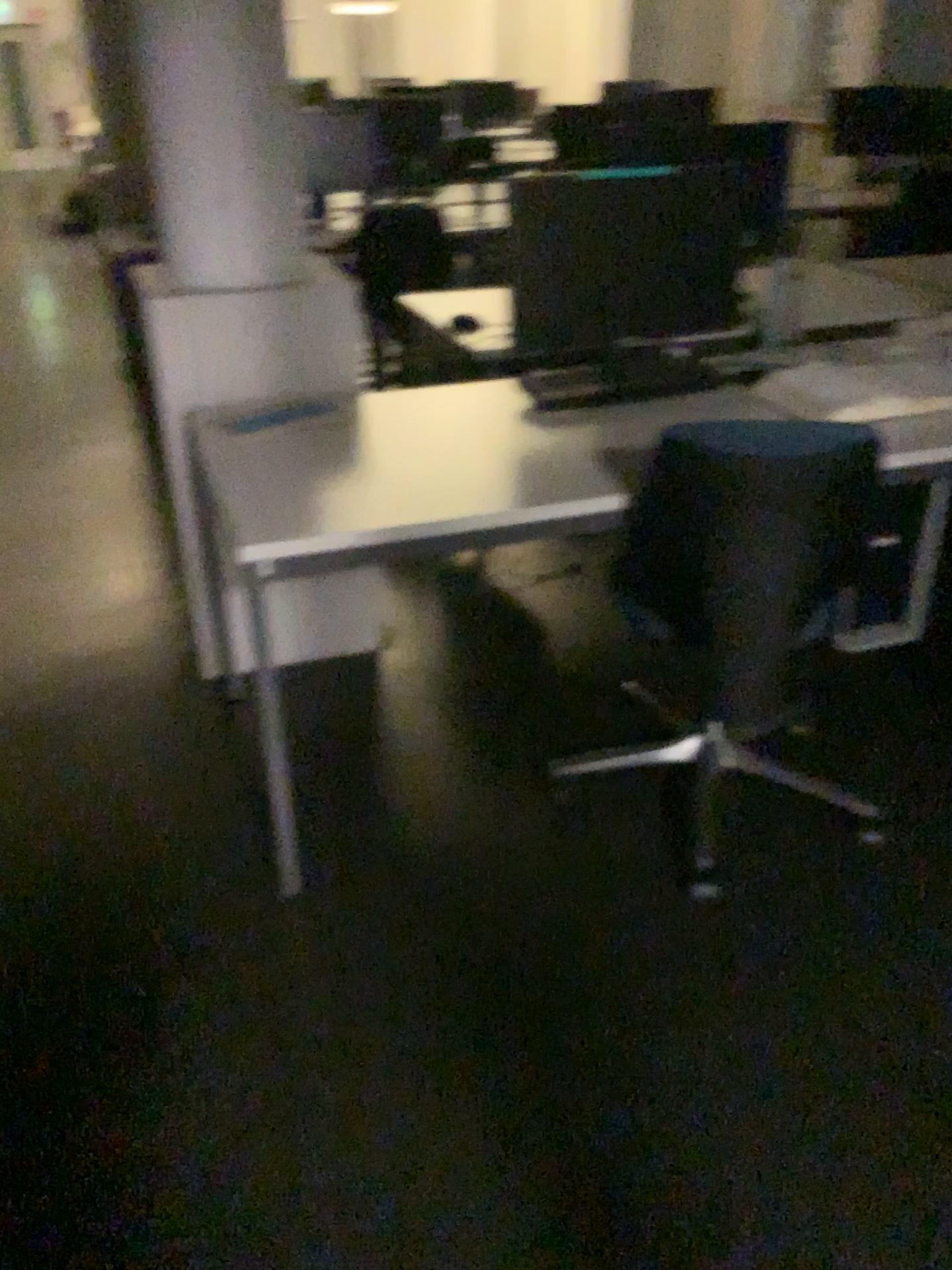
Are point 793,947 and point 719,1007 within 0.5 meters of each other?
yes

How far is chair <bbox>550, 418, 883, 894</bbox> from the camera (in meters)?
1.72

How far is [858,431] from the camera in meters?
1.7 m
